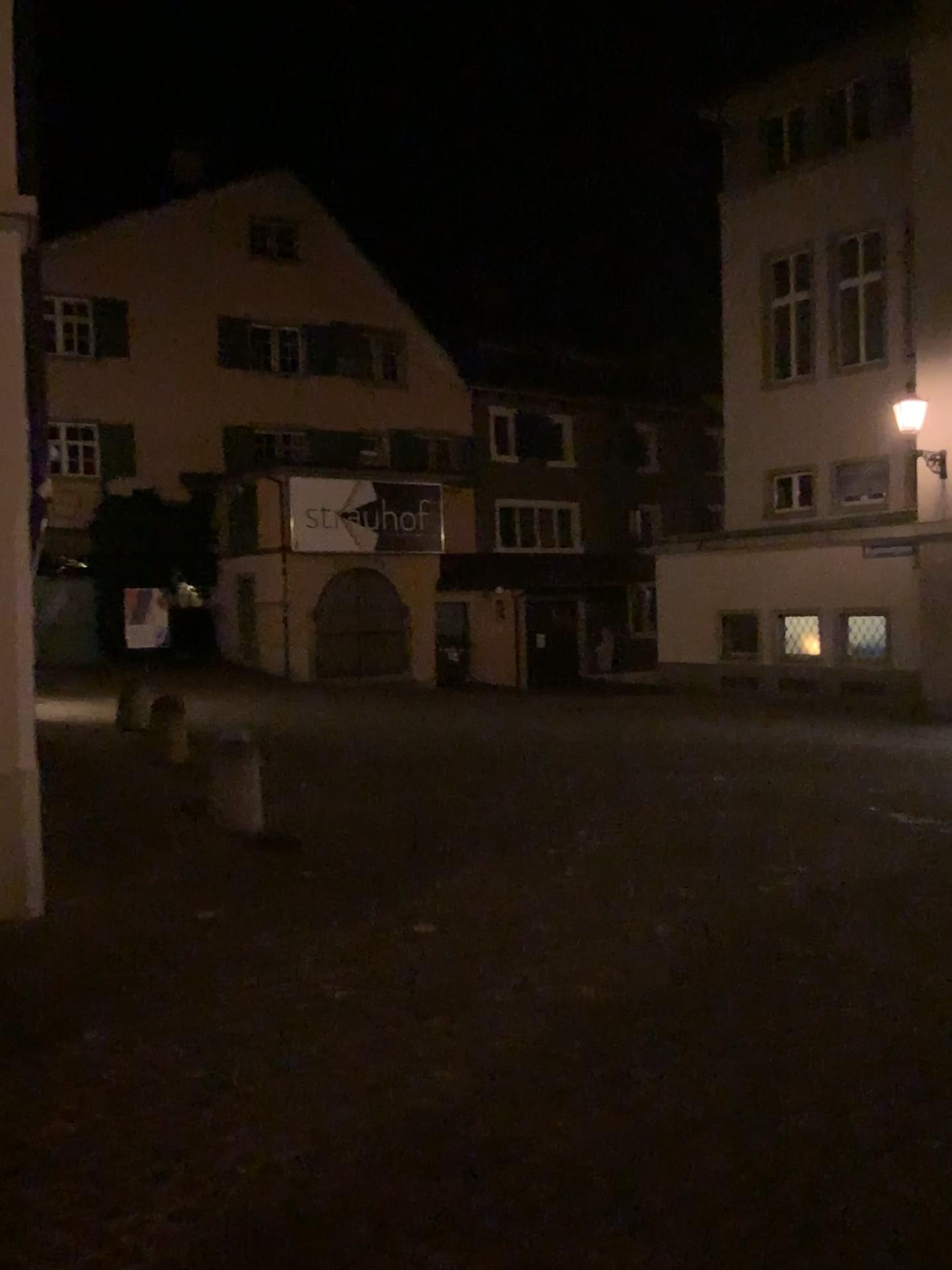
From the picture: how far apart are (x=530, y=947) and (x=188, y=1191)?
2.6 meters
